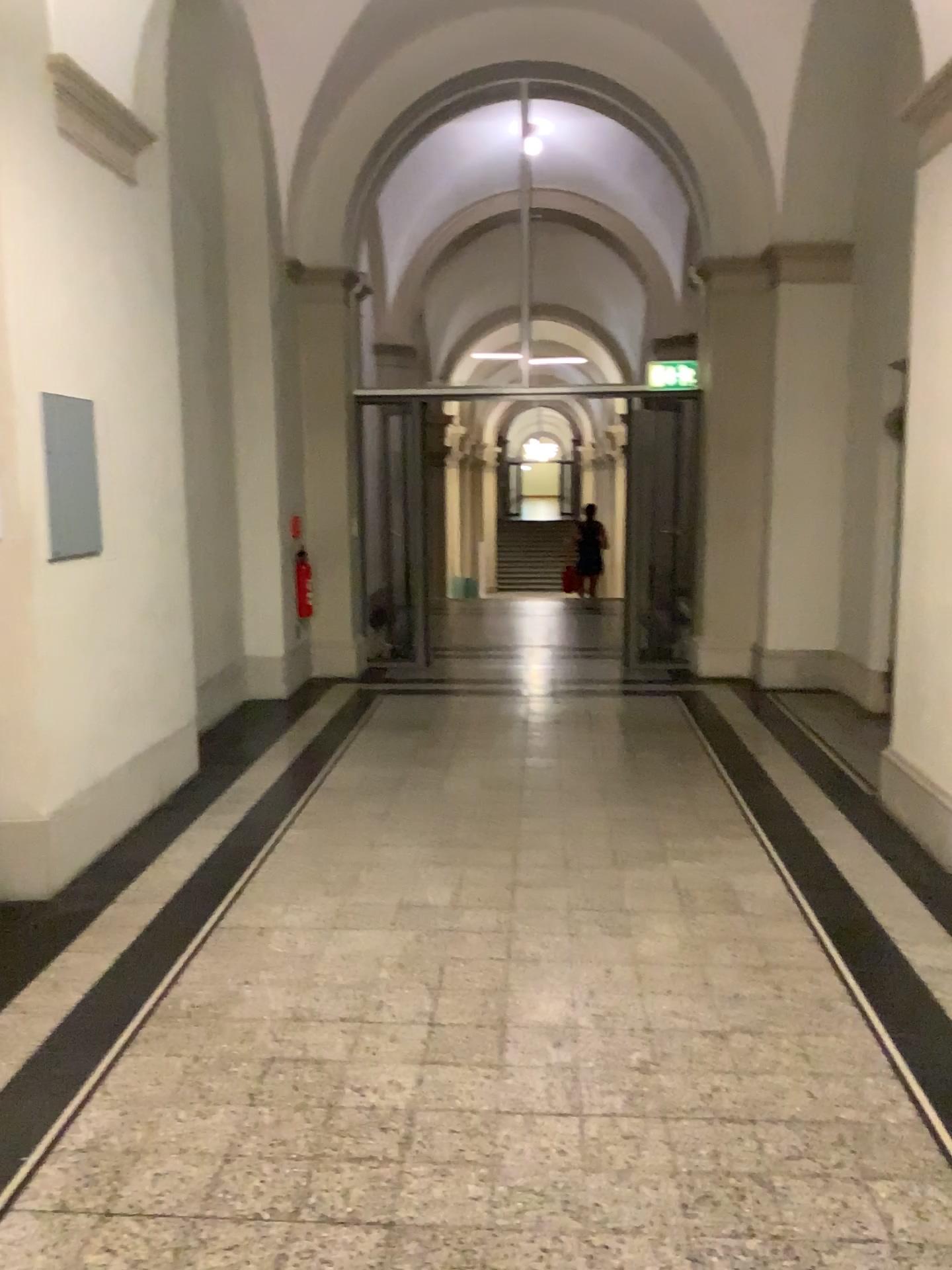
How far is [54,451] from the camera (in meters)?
3.84

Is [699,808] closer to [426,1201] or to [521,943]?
[521,943]

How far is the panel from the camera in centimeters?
384cm
